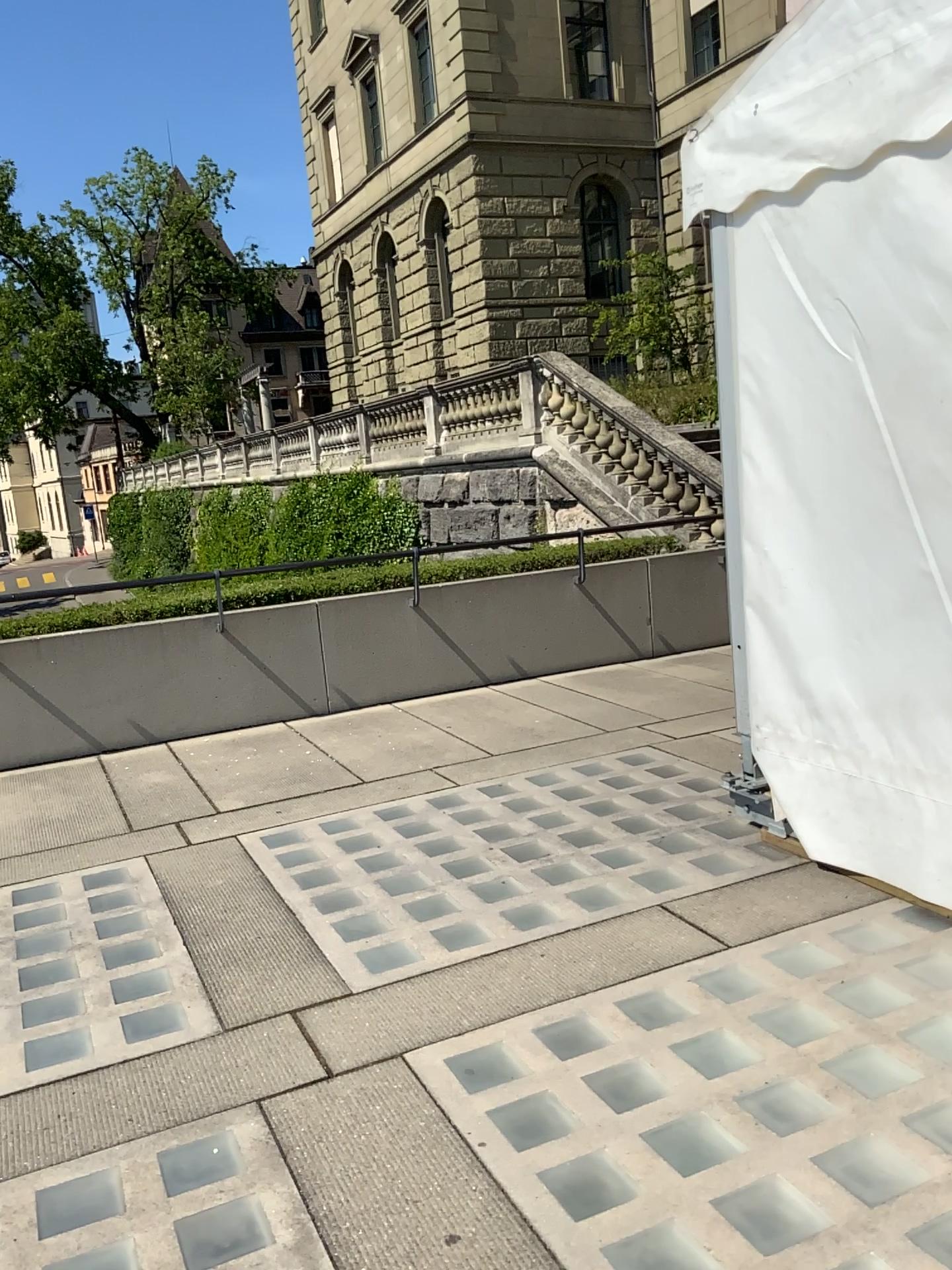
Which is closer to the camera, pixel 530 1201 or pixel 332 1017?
pixel 530 1201
